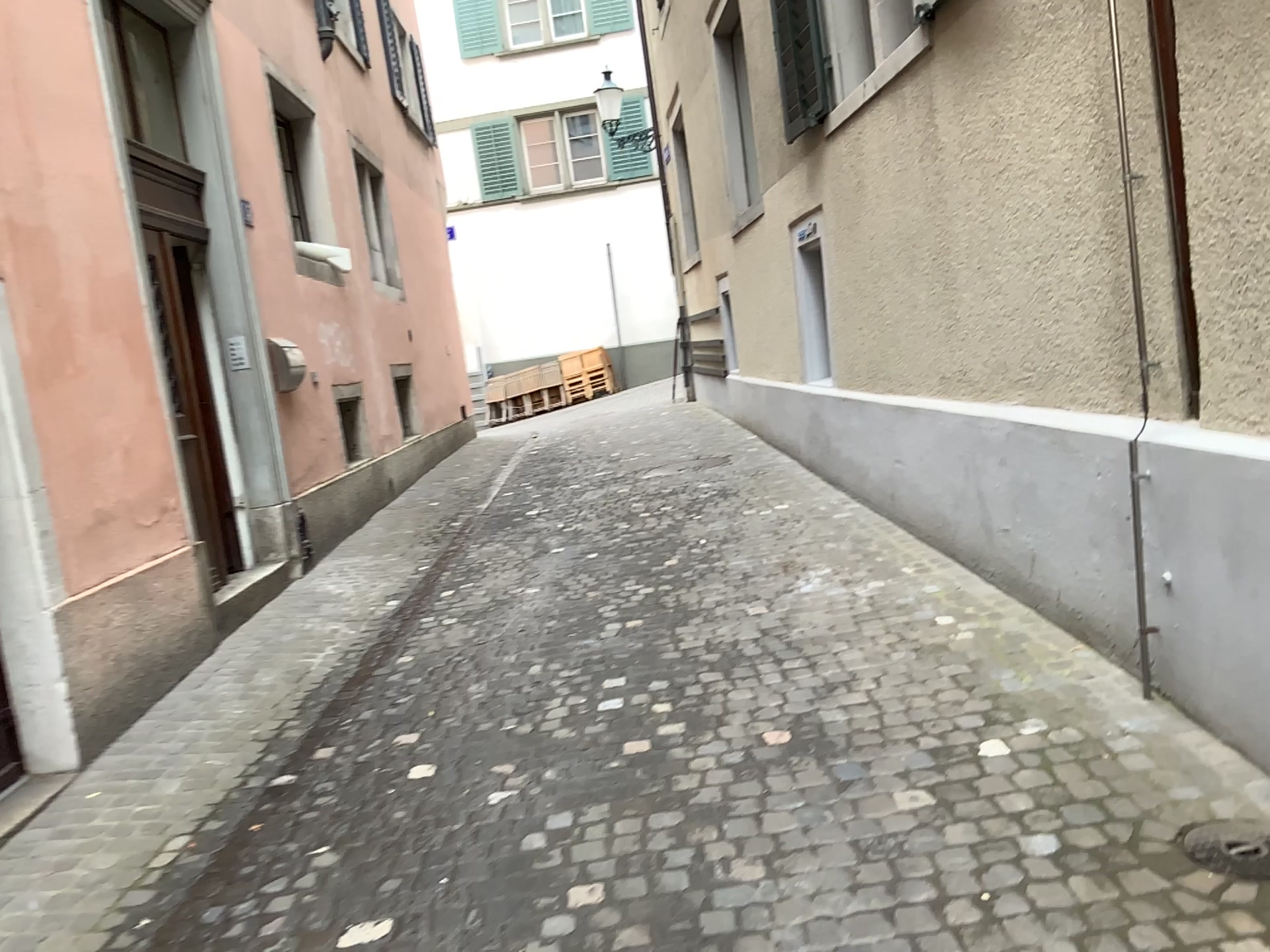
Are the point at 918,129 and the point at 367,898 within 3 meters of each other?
no

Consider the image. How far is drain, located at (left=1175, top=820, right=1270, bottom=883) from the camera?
2.35m

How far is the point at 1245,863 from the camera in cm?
235

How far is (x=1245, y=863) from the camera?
2.4 meters

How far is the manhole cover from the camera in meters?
2.4 m
